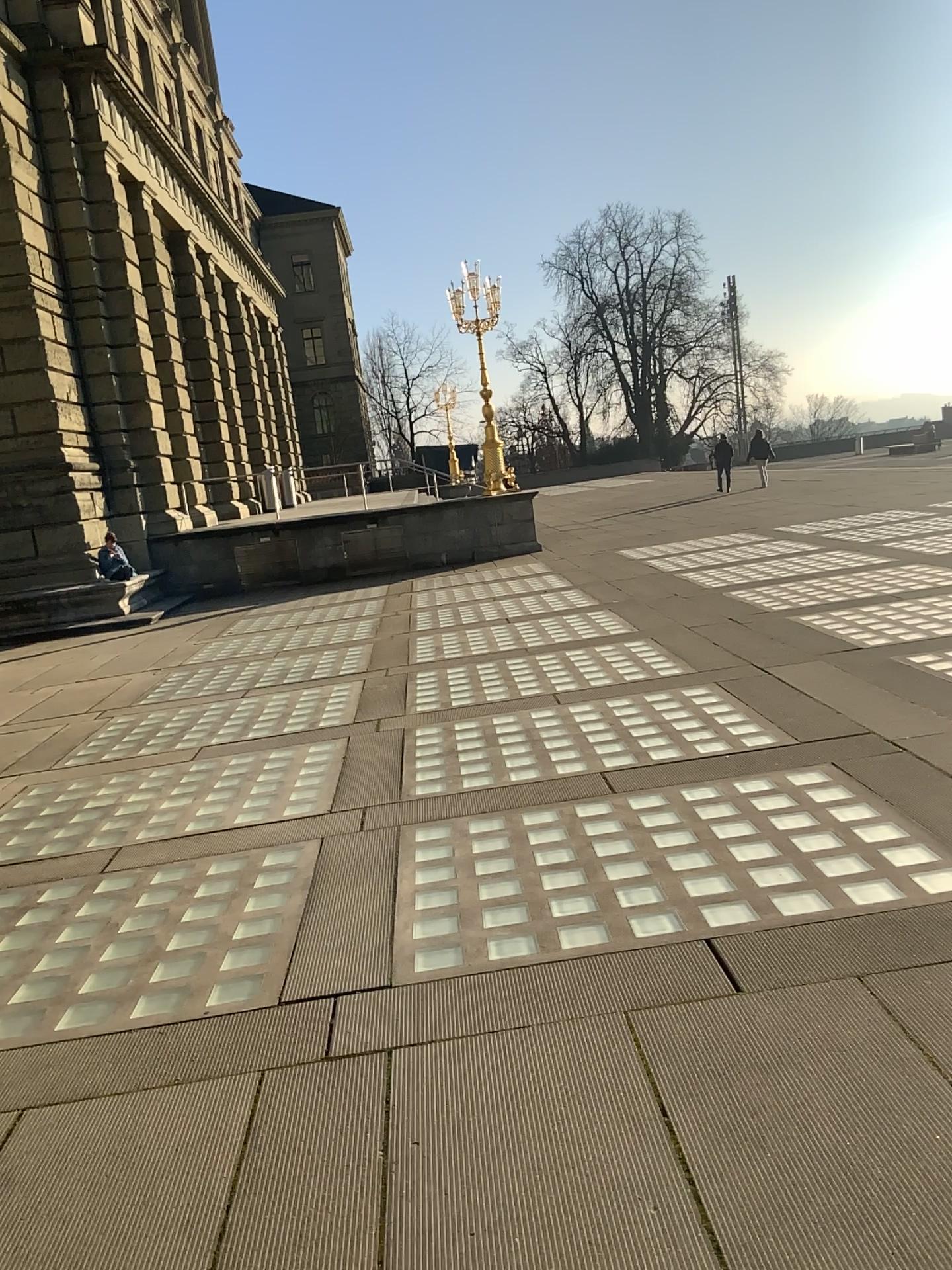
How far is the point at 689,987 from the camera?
3.34m
